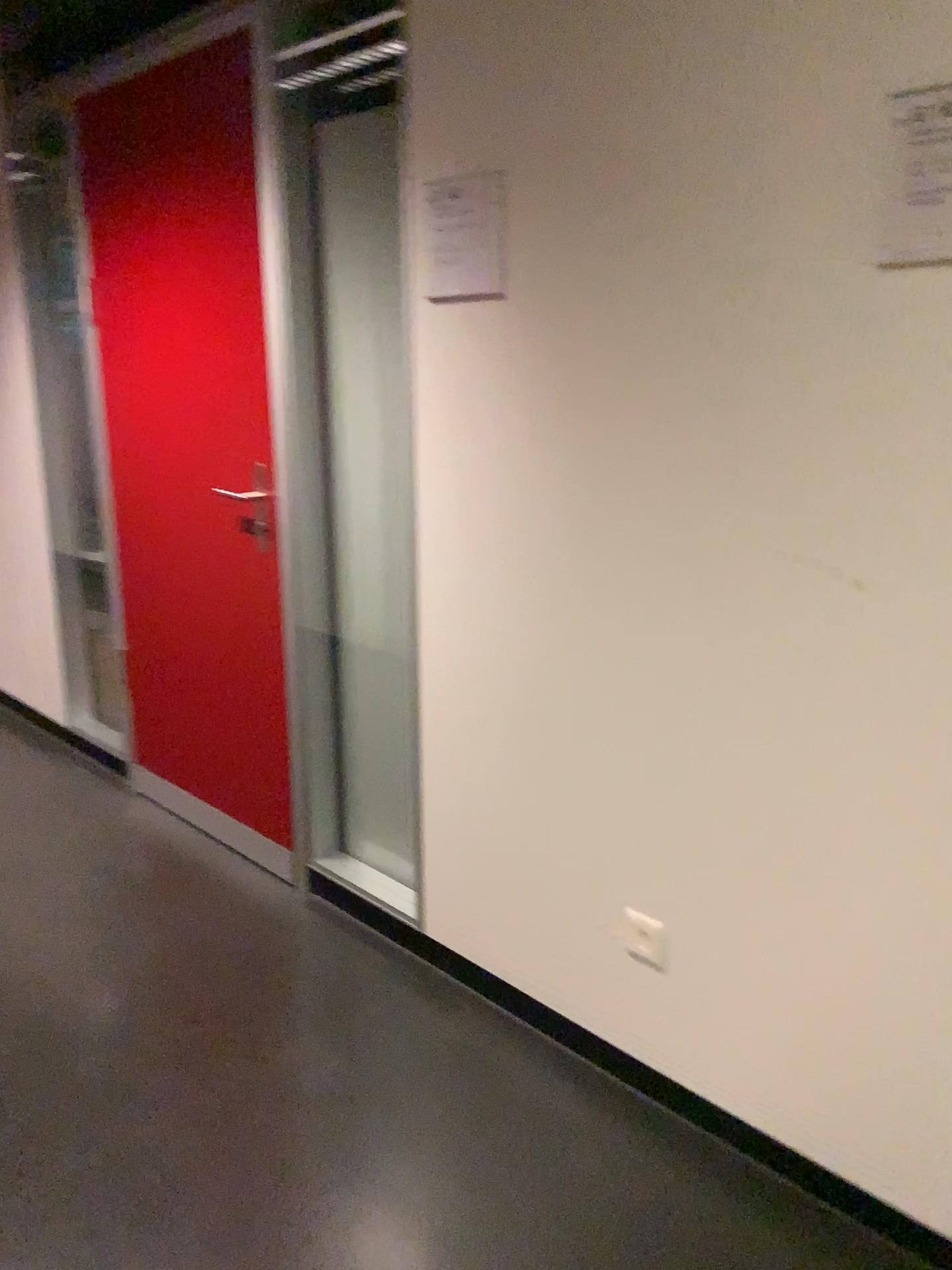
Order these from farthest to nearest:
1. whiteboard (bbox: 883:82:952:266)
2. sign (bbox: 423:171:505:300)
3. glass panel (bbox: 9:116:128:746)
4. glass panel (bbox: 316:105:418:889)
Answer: glass panel (bbox: 9:116:128:746) < glass panel (bbox: 316:105:418:889) < sign (bbox: 423:171:505:300) < whiteboard (bbox: 883:82:952:266)

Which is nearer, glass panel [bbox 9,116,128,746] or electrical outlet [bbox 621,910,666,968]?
electrical outlet [bbox 621,910,666,968]

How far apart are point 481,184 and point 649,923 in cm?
139

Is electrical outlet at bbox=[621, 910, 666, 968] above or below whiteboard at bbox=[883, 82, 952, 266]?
below

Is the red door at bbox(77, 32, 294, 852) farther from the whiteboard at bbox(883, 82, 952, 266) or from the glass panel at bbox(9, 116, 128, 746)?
the whiteboard at bbox(883, 82, 952, 266)

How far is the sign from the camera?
1.9 meters

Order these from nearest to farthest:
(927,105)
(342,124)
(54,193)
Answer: (927,105), (342,124), (54,193)

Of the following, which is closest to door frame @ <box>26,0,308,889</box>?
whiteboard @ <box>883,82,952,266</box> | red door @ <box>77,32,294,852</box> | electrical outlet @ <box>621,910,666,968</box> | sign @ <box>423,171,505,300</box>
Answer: red door @ <box>77,32,294,852</box>

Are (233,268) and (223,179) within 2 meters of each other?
yes

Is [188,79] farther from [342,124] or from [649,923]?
[649,923]
